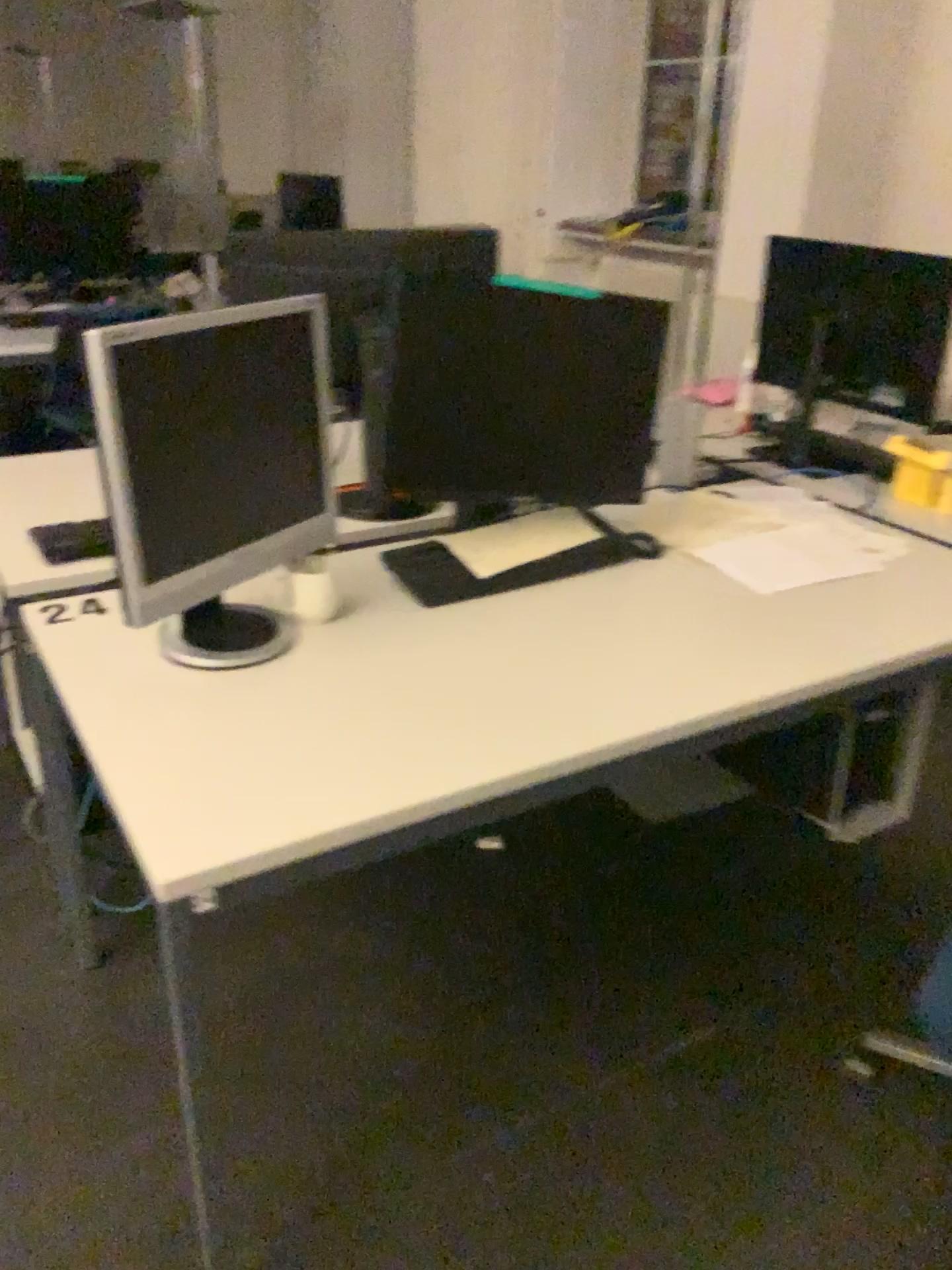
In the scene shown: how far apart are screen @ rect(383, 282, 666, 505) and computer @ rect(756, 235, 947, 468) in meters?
0.7

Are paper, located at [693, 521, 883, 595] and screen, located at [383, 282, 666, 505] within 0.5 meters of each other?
yes

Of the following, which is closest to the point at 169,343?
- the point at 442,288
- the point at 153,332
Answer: the point at 153,332

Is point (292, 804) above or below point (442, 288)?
below

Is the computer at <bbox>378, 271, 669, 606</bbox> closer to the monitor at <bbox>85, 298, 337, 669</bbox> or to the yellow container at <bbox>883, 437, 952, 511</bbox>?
the monitor at <bbox>85, 298, 337, 669</bbox>

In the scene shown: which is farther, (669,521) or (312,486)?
(669,521)

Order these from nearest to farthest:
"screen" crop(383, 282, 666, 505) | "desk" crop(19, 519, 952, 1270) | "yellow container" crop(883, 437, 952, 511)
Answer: "desk" crop(19, 519, 952, 1270)
"screen" crop(383, 282, 666, 505)
"yellow container" crop(883, 437, 952, 511)

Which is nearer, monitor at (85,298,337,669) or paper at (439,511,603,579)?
monitor at (85,298,337,669)

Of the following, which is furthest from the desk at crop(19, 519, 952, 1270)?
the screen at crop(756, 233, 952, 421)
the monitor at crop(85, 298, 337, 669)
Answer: the screen at crop(756, 233, 952, 421)

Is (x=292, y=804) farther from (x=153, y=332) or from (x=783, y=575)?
(x=783, y=575)
